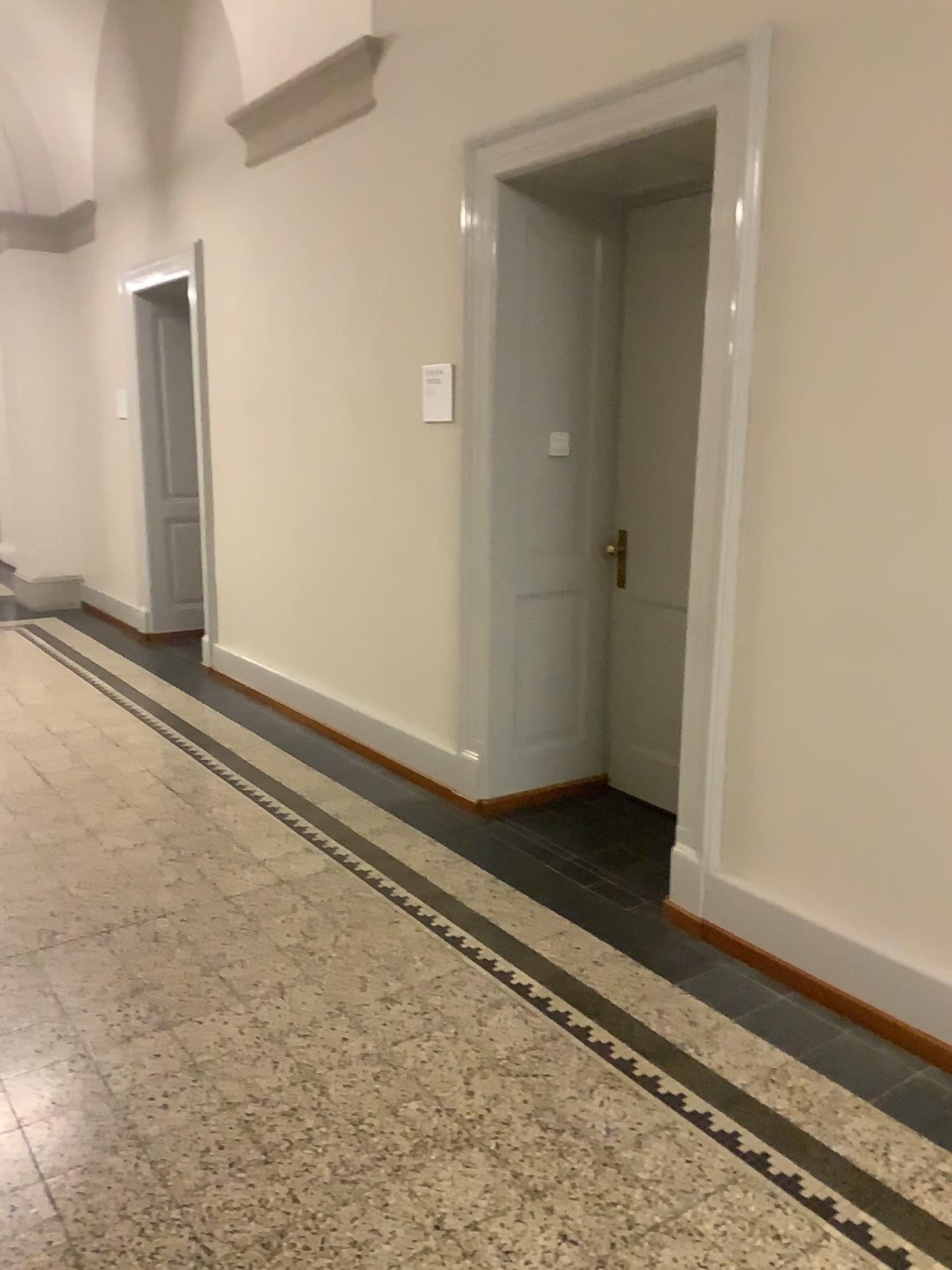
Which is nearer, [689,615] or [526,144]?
[689,615]

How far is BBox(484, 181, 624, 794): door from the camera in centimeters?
389cm

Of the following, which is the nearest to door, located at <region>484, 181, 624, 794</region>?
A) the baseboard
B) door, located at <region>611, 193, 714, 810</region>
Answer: door, located at <region>611, 193, 714, 810</region>

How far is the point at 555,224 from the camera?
3.89m

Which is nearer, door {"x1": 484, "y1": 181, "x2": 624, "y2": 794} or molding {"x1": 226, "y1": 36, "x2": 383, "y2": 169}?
door {"x1": 484, "y1": 181, "x2": 624, "y2": 794}

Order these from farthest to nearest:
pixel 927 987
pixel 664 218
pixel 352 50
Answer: pixel 352 50 < pixel 664 218 < pixel 927 987

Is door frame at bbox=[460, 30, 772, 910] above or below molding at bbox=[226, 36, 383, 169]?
below

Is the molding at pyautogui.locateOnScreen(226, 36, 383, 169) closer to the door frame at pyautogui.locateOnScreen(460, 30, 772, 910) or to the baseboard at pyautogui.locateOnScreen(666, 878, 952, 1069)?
the door frame at pyautogui.locateOnScreen(460, 30, 772, 910)

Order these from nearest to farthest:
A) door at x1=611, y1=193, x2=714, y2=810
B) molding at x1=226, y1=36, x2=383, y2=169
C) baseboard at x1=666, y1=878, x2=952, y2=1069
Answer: baseboard at x1=666, y1=878, x2=952, y2=1069
door at x1=611, y1=193, x2=714, y2=810
molding at x1=226, y1=36, x2=383, y2=169

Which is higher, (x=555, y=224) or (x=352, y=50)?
(x=352, y=50)
